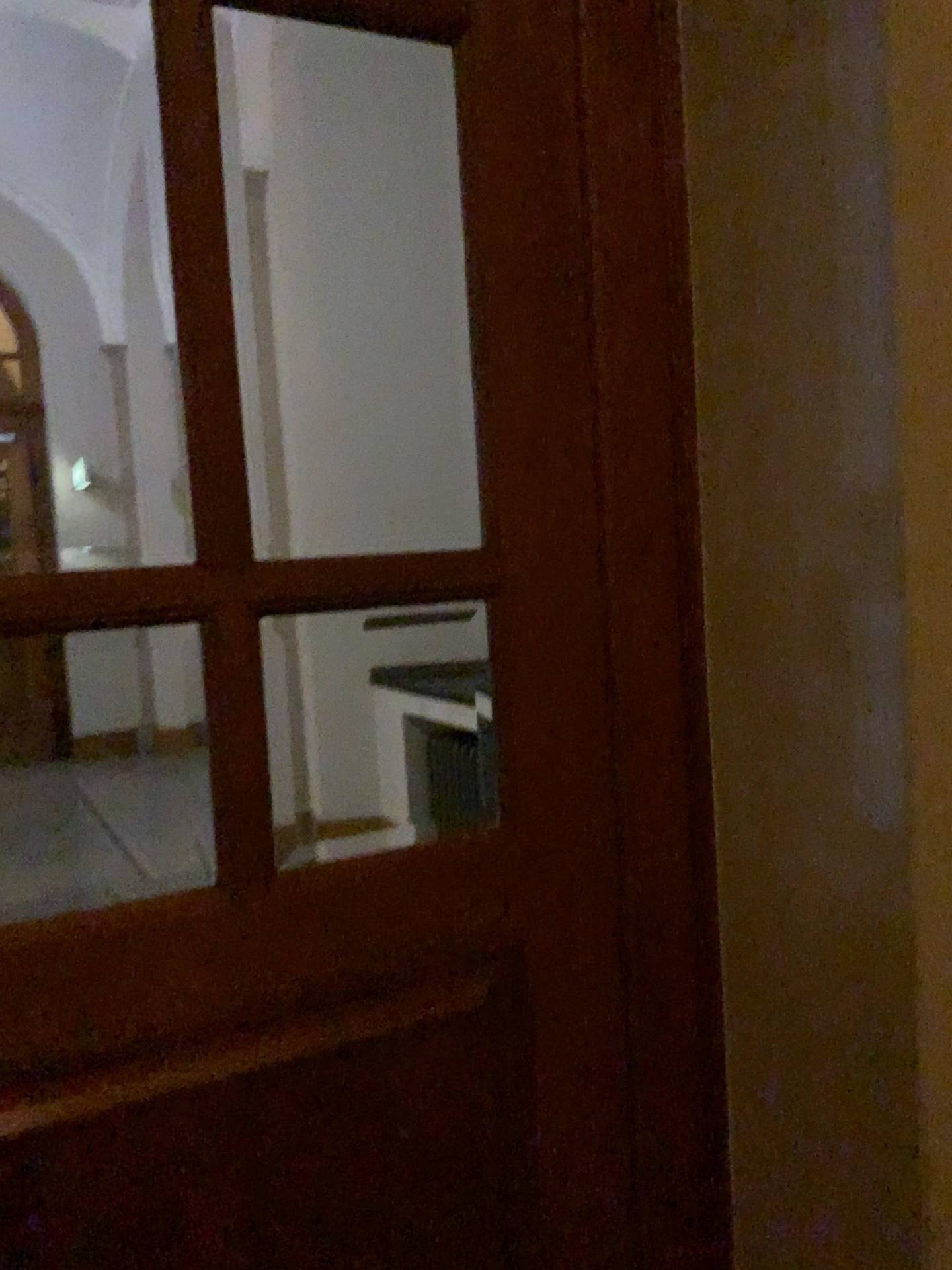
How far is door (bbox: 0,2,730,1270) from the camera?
1.17m

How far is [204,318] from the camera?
1.2m

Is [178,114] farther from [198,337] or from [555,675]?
[555,675]
